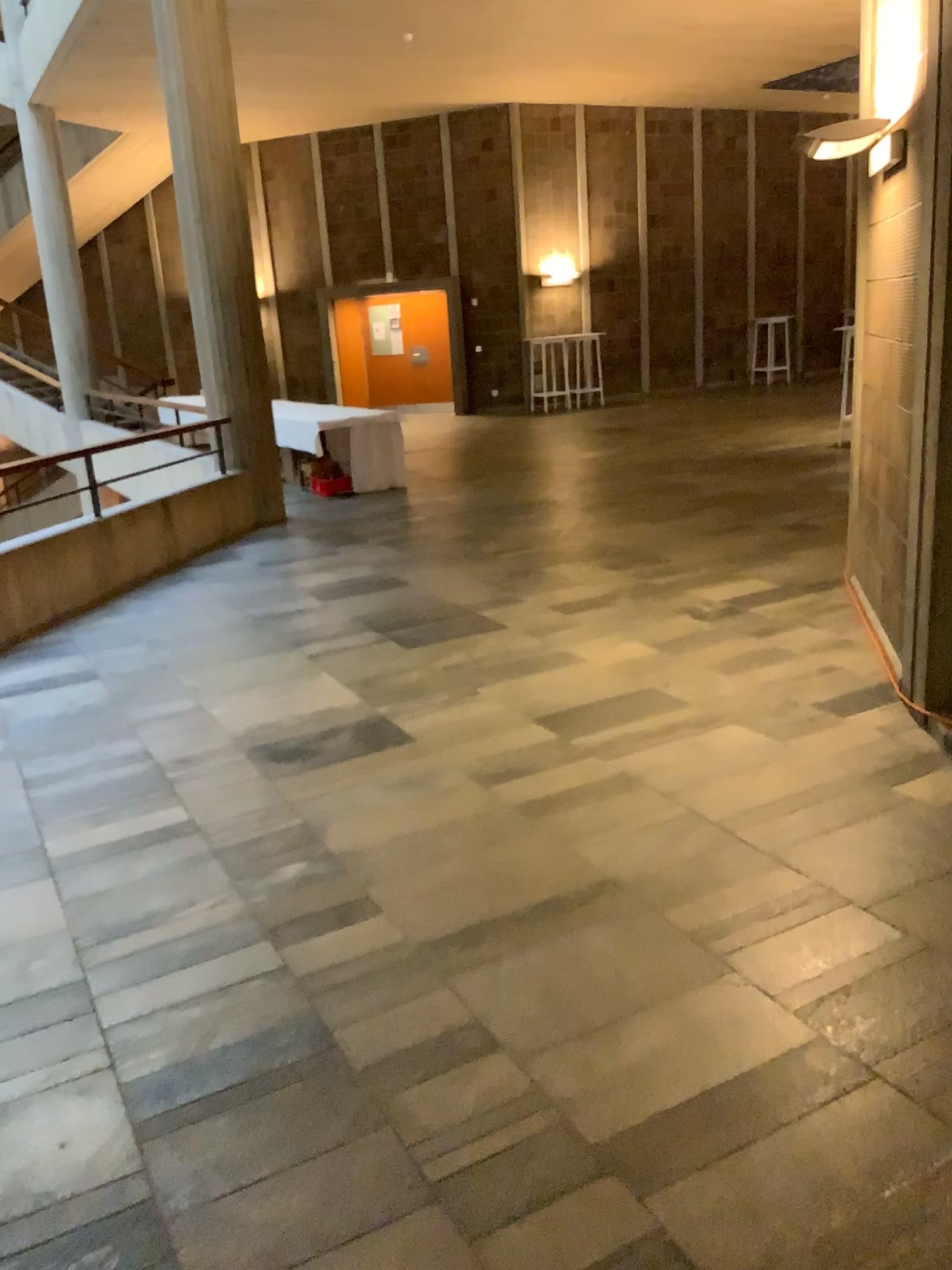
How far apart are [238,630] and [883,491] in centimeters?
331cm
